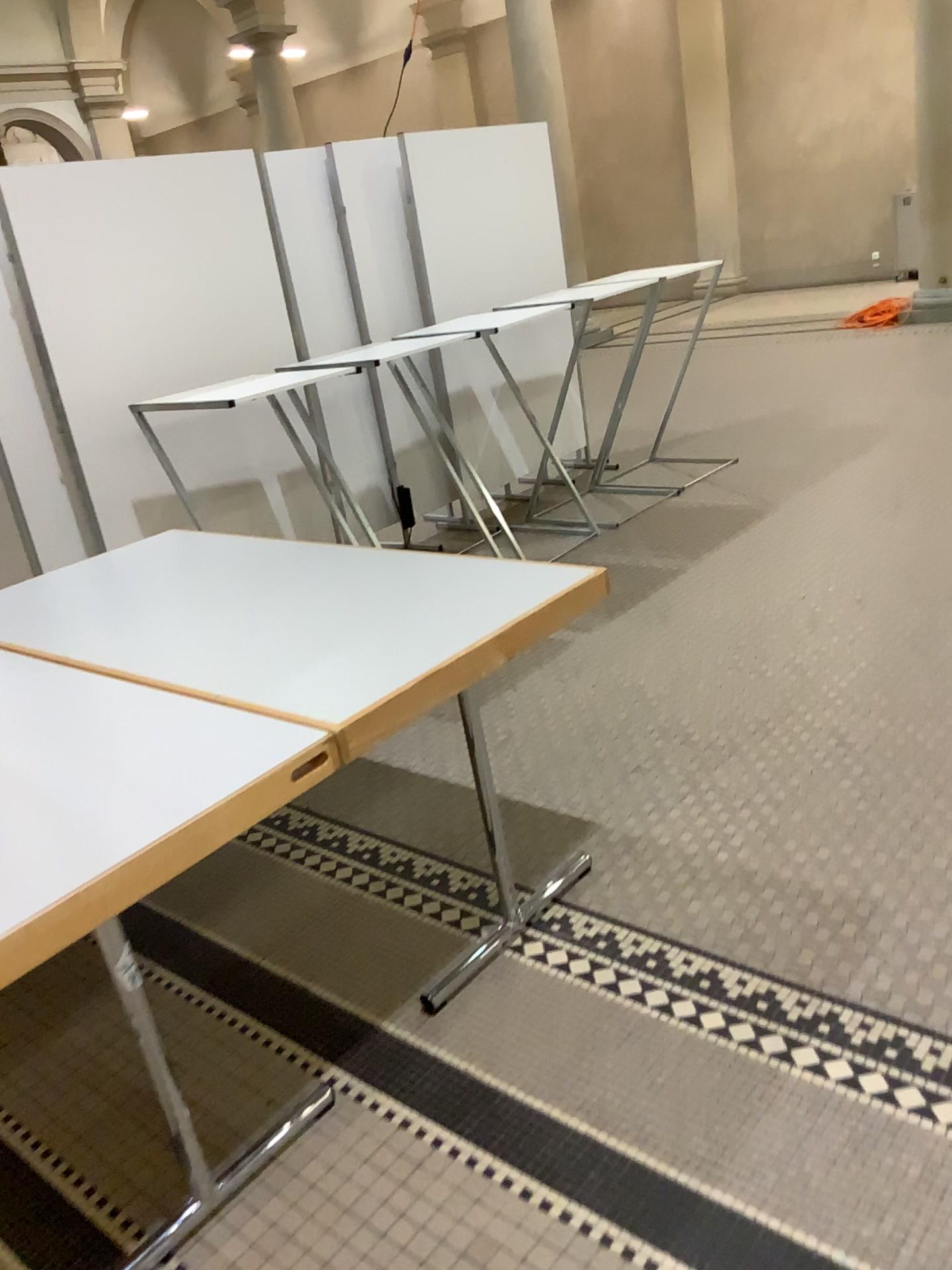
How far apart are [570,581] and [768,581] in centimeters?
206cm
